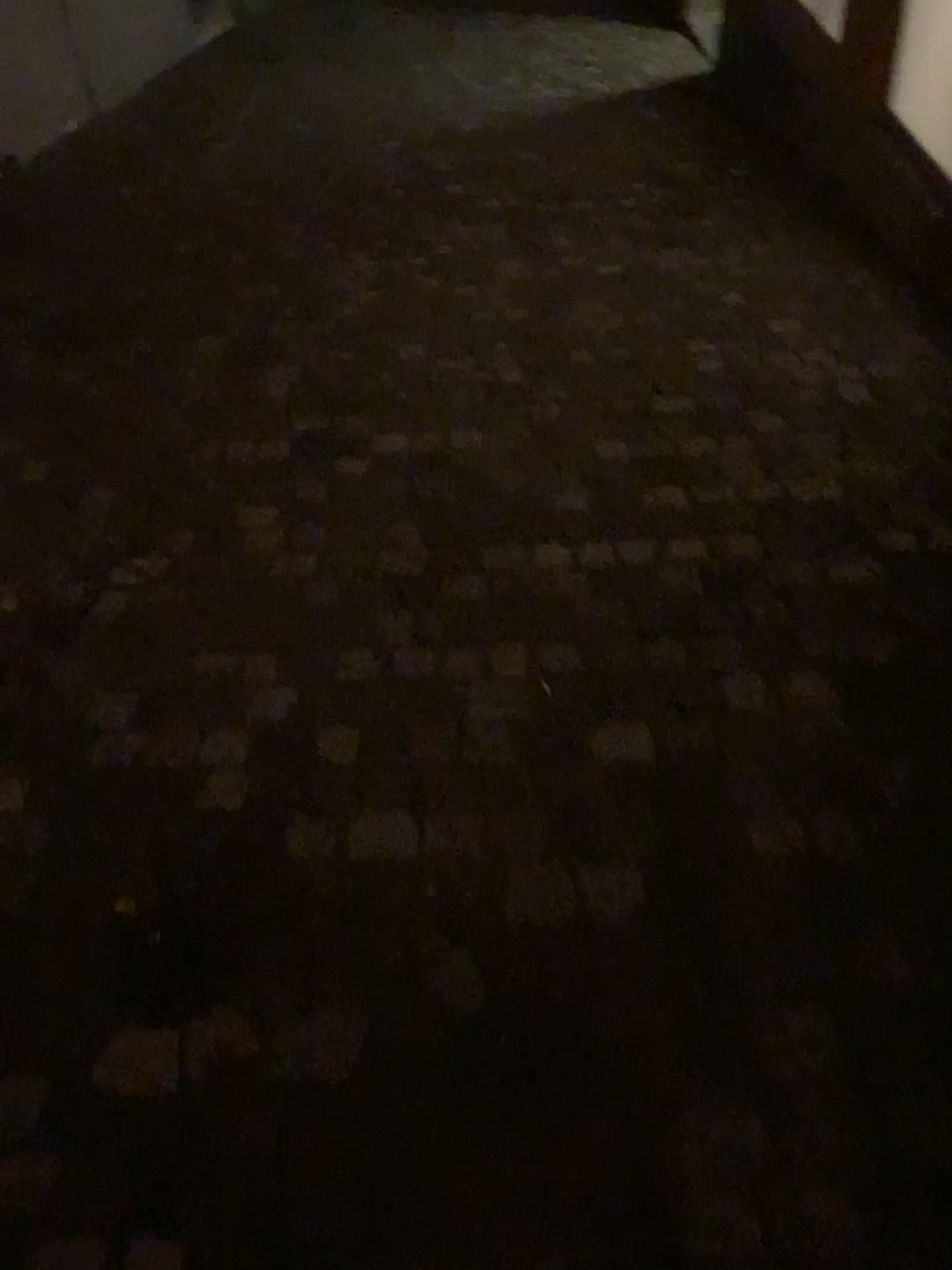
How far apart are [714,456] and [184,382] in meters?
1.5
